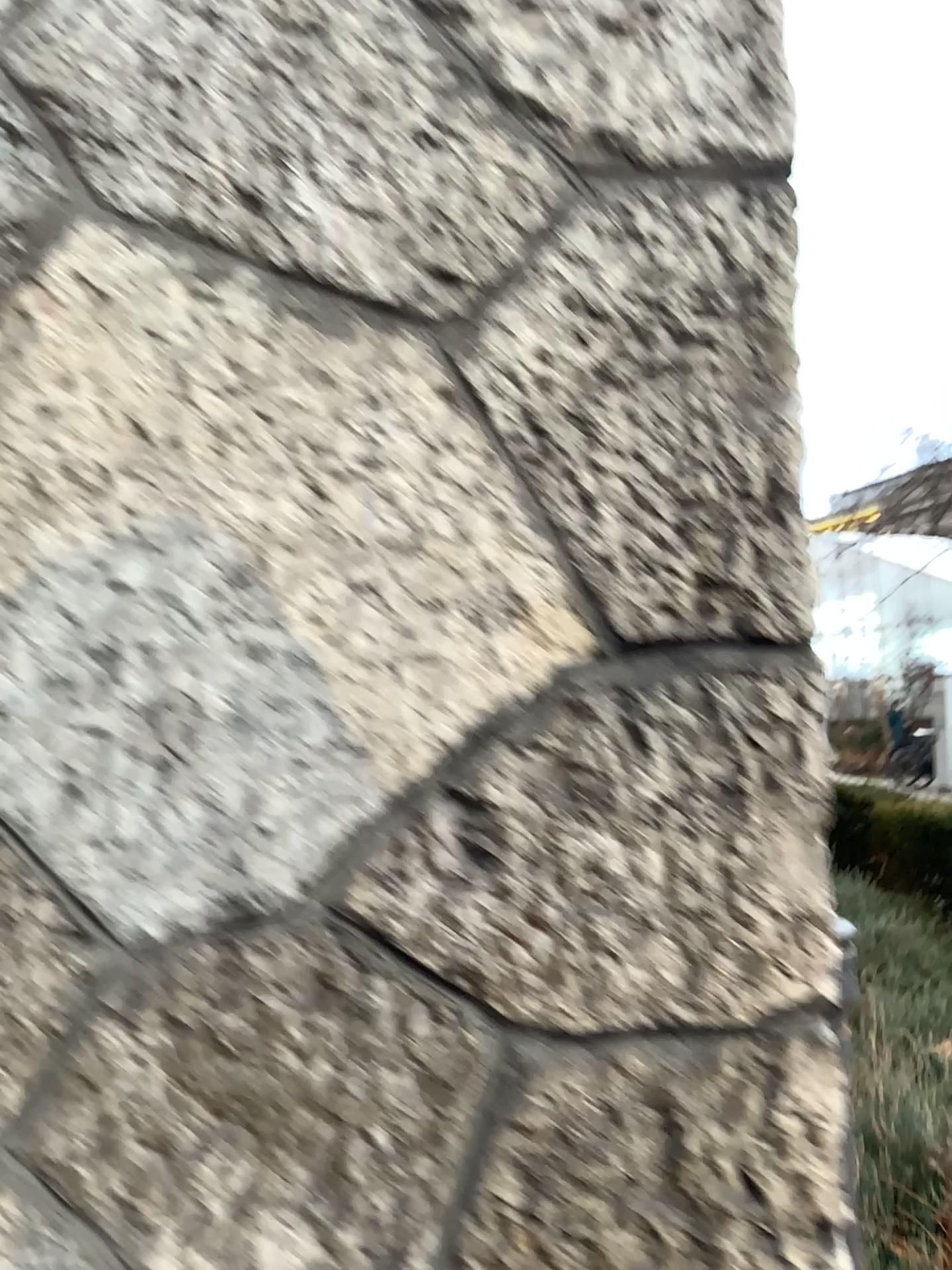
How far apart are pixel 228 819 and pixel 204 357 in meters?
0.4 m
